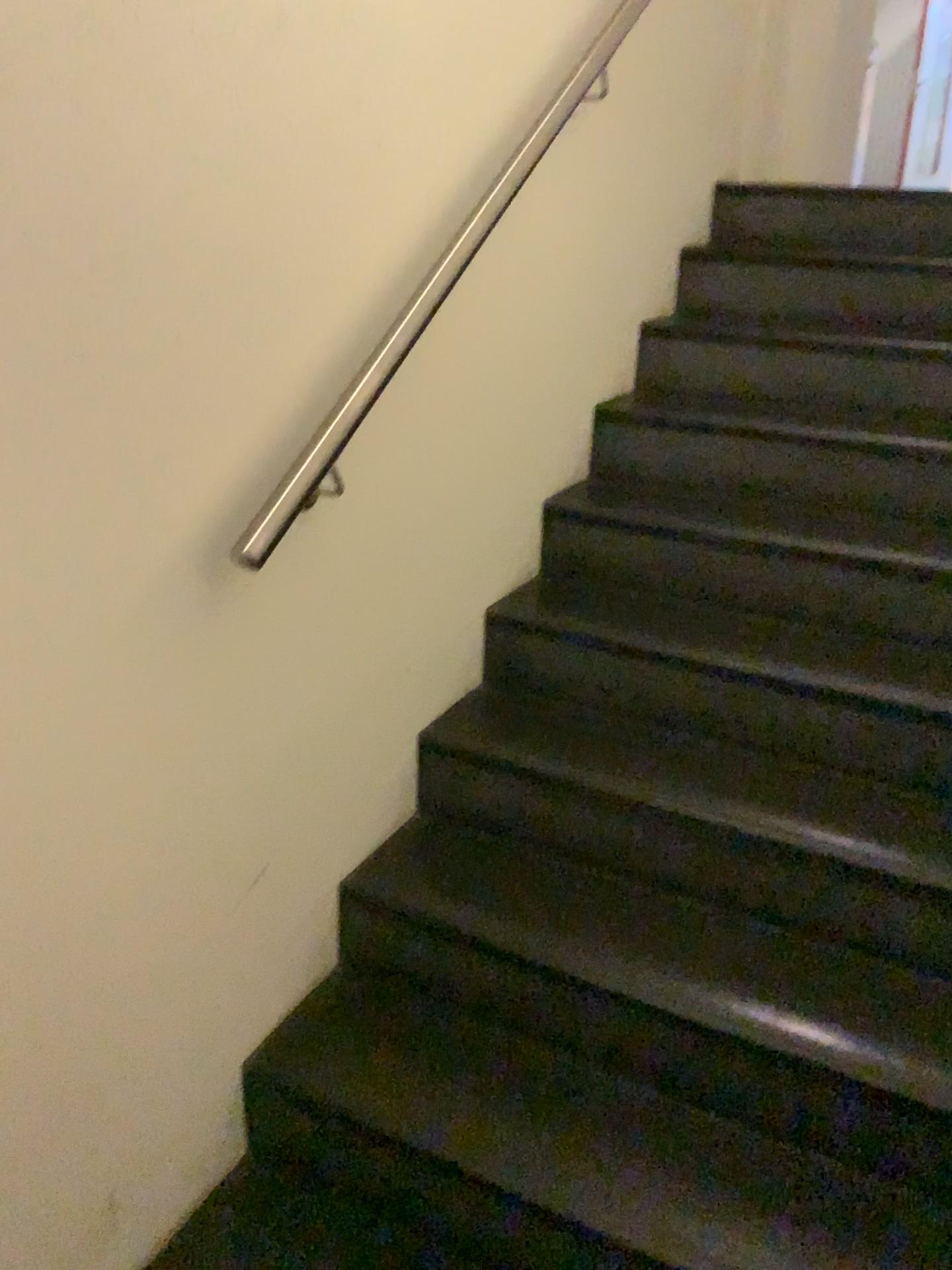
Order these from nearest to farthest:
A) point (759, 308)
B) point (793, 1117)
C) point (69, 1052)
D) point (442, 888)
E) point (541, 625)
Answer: point (69, 1052)
point (793, 1117)
point (442, 888)
point (541, 625)
point (759, 308)
